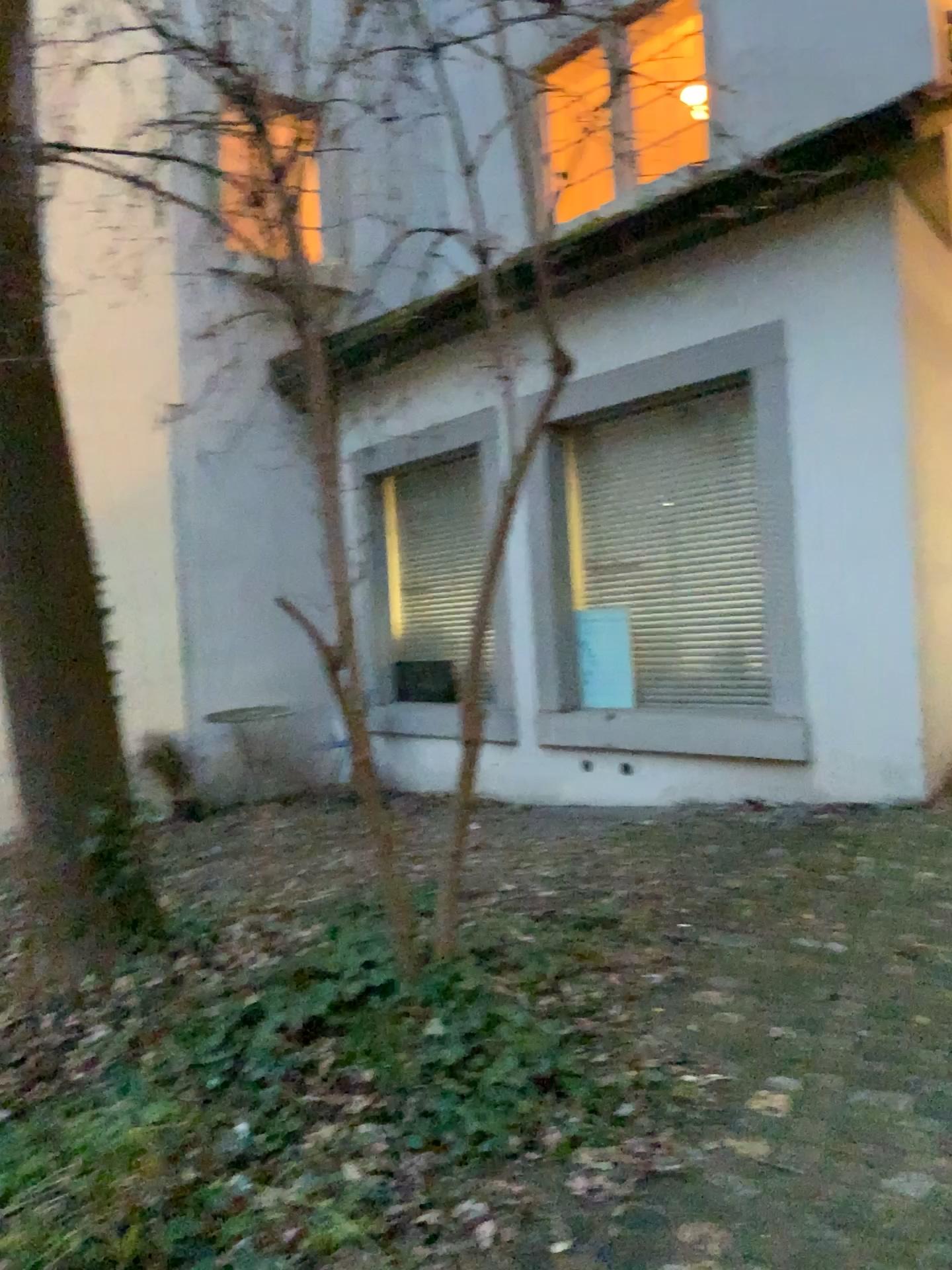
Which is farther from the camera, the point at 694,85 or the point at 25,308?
the point at 25,308

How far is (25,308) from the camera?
3.2 meters

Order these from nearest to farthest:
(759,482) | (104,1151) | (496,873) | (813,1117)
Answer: (104,1151) → (813,1117) → (496,873) → (759,482)

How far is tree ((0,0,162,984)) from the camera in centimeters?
318cm

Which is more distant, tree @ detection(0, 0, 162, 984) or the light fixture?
tree @ detection(0, 0, 162, 984)
